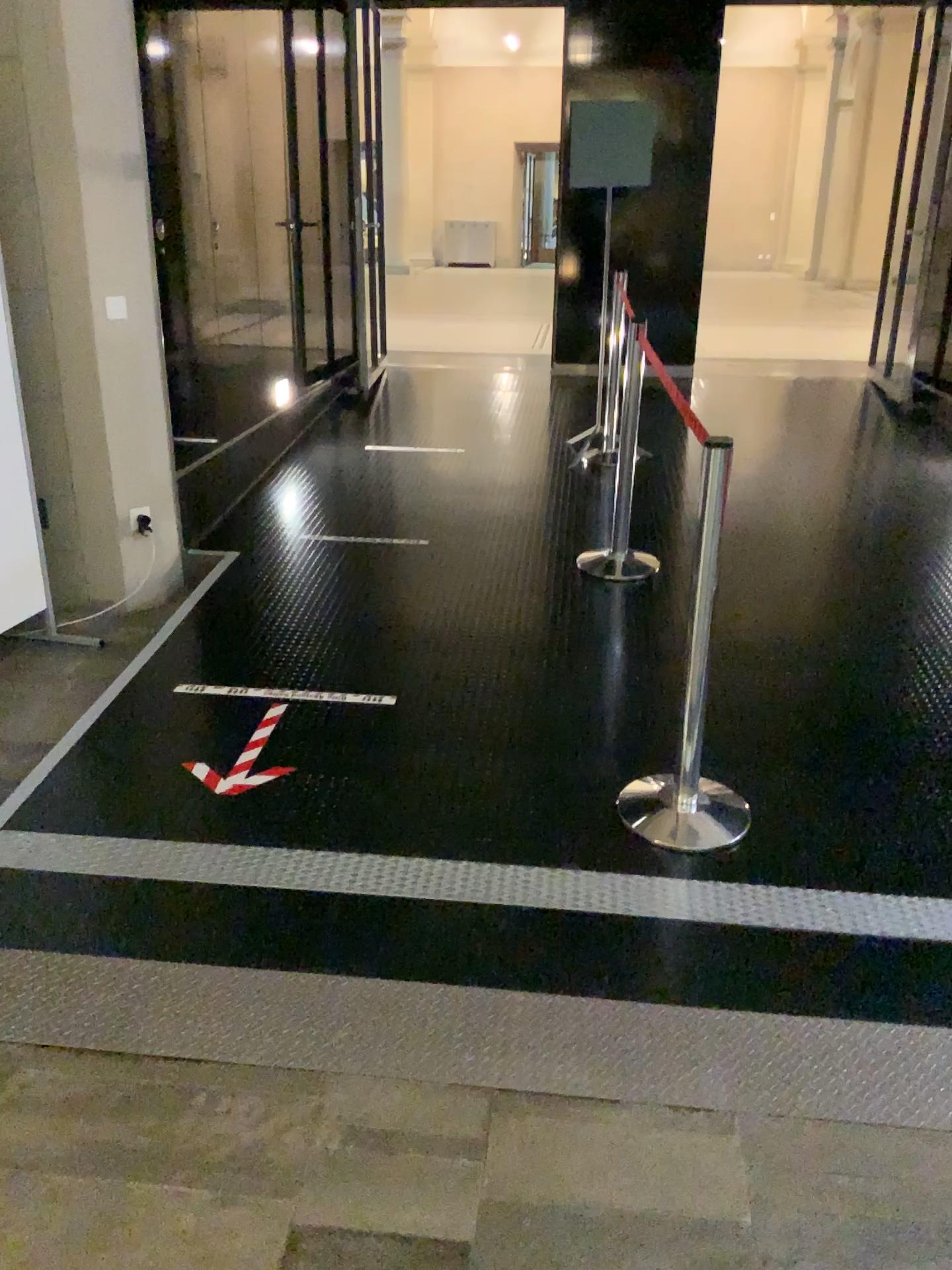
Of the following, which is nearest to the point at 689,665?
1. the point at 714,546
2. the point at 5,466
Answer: the point at 714,546

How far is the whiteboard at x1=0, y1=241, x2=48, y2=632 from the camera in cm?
382

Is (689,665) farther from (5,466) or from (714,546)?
(5,466)

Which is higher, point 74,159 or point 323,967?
point 74,159

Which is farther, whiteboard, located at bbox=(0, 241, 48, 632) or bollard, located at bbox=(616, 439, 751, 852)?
whiteboard, located at bbox=(0, 241, 48, 632)

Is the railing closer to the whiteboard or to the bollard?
the bollard

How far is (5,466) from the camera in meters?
3.8 m

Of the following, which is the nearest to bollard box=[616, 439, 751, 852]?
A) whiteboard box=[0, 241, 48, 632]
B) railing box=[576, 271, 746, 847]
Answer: railing box=[576, 271, 746, 847]
